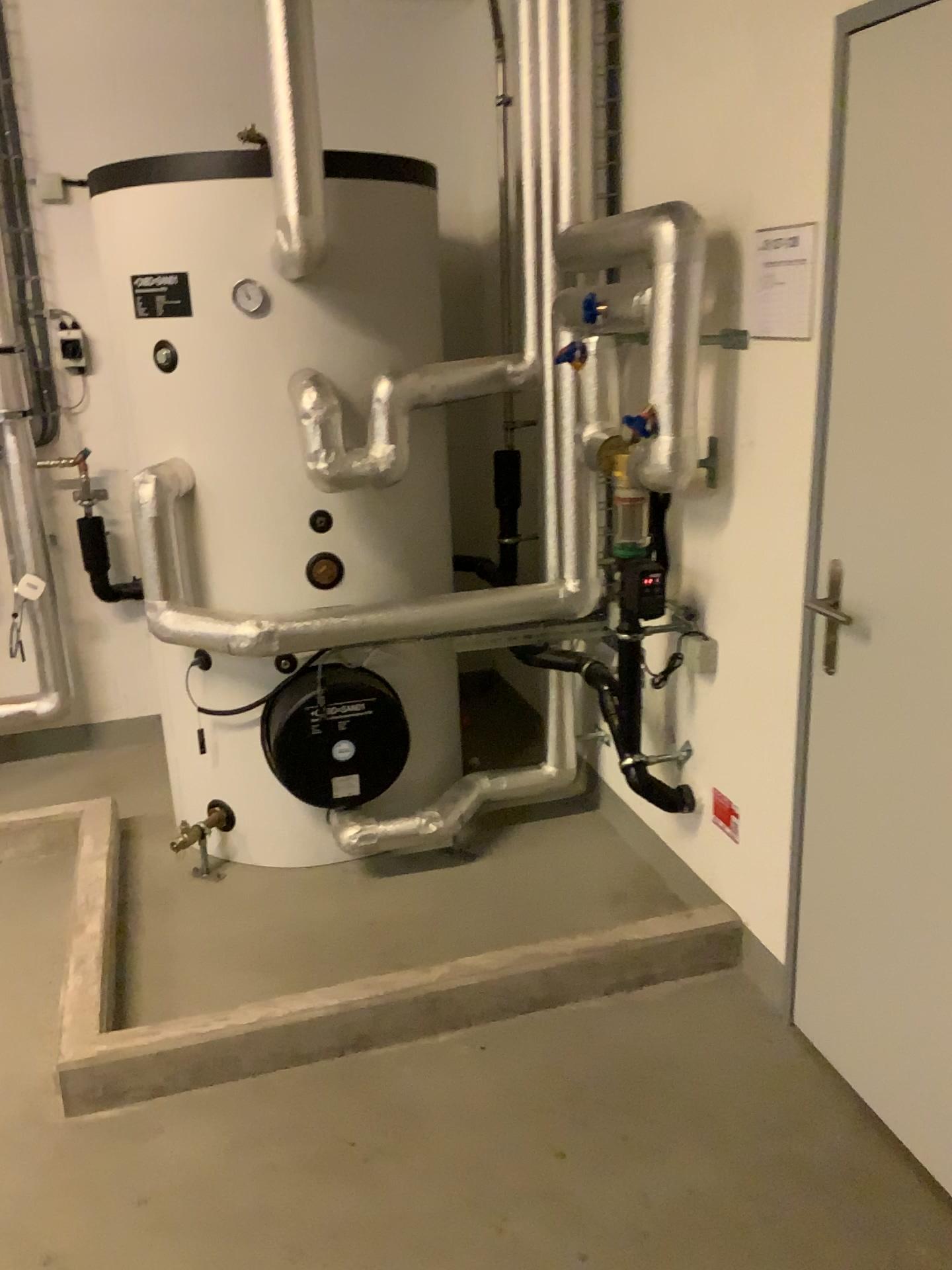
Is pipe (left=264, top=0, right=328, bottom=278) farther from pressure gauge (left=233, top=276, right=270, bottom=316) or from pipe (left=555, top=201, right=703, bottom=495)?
pipe (left=555, top=201, right=703, bottom=495)

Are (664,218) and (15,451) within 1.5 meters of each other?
no

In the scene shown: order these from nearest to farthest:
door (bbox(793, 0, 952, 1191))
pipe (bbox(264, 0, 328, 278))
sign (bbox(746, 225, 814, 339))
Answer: door (bbox(793, 0, 952, 1191)) < sign (bbox(746, 225, 814, 339)) < pipe (bbox(264, 0, 328, 278))

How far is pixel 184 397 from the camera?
2.8 meters

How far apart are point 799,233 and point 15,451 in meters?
2.7 m

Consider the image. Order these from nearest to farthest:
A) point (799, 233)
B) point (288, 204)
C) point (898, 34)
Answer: point (898, 34) → point (799, 233) → point (288, 204)

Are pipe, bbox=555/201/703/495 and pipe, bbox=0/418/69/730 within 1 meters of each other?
no

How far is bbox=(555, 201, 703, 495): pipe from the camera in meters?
2.2 m

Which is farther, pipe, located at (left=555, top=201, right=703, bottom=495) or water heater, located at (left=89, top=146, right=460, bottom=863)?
water heater, located at (left=89, top=146, right=460, bottom=863)

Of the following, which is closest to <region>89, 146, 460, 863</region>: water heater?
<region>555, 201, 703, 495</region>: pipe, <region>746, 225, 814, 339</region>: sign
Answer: <region>555, 201, 703, 495</region>: pipe
